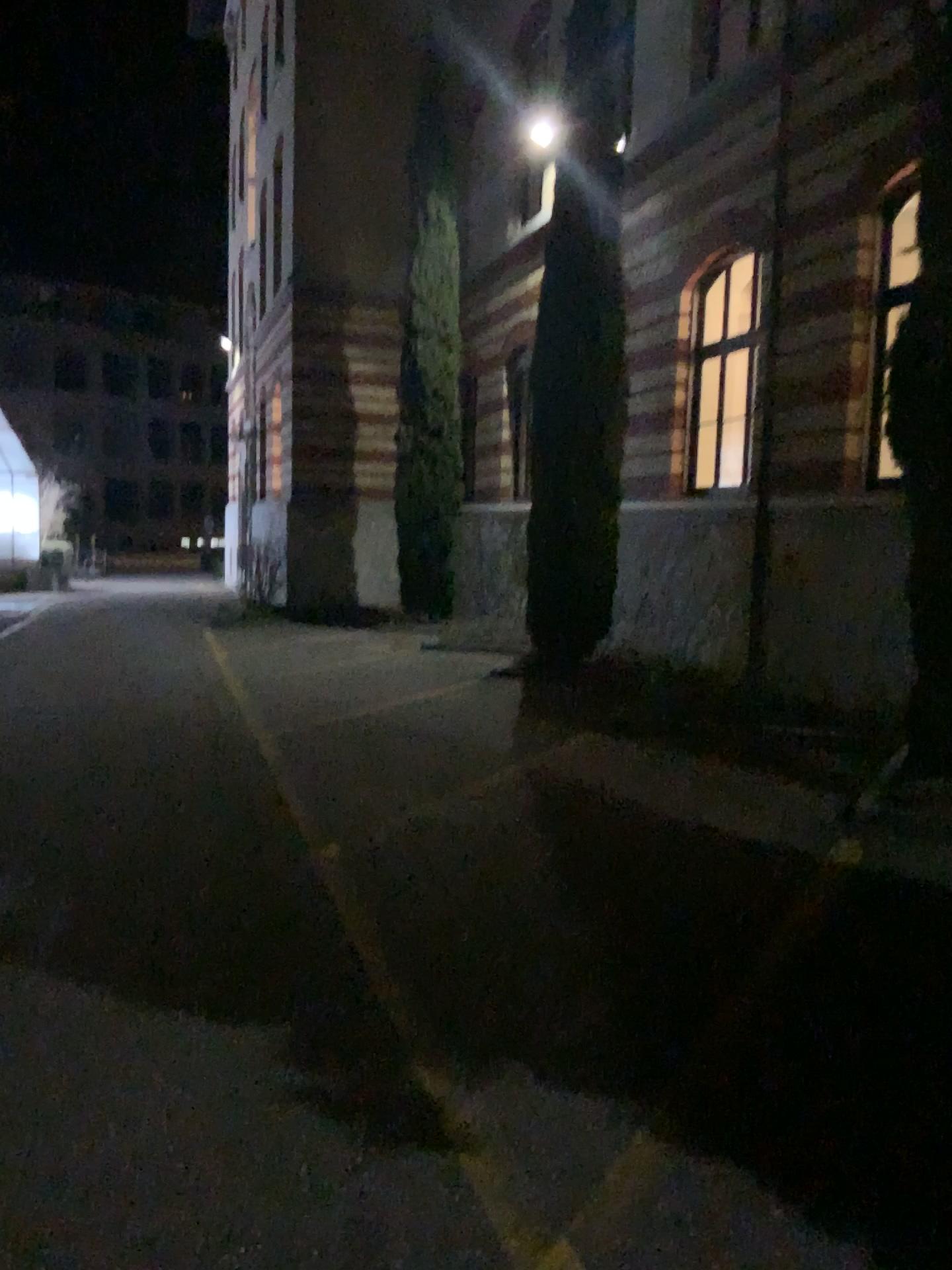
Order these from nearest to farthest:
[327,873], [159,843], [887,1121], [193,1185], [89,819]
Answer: [193,1185]
[887,1121]
[327,873]
[159,843]
[89,819]
